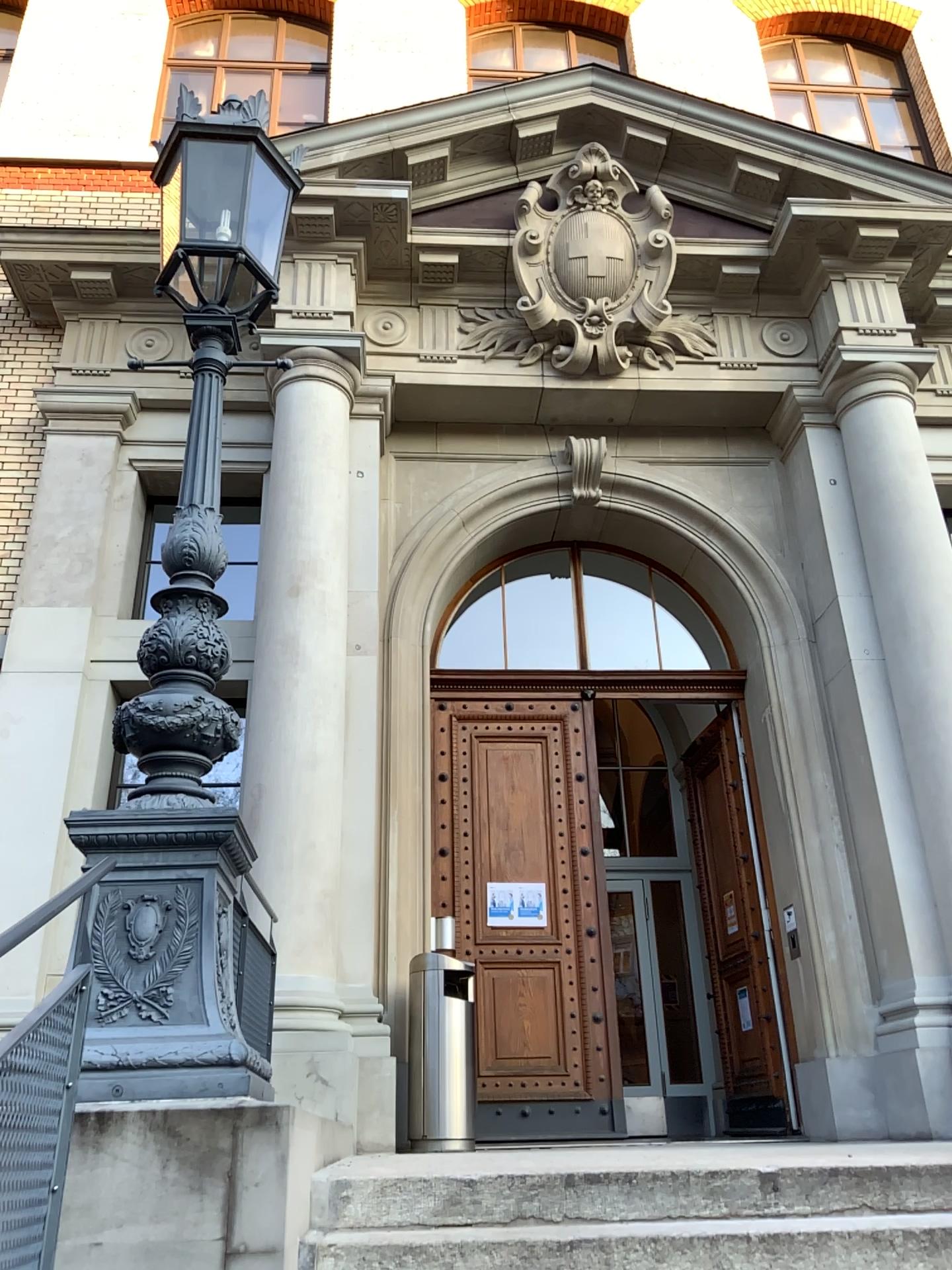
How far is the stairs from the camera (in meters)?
2.85

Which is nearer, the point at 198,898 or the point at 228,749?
the point at 198,898

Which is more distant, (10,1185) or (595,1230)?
(595,1230)

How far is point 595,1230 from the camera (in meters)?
2.85

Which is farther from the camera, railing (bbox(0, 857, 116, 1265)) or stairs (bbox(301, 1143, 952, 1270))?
stairs (bbox(301, 1143, 952, 1270))
